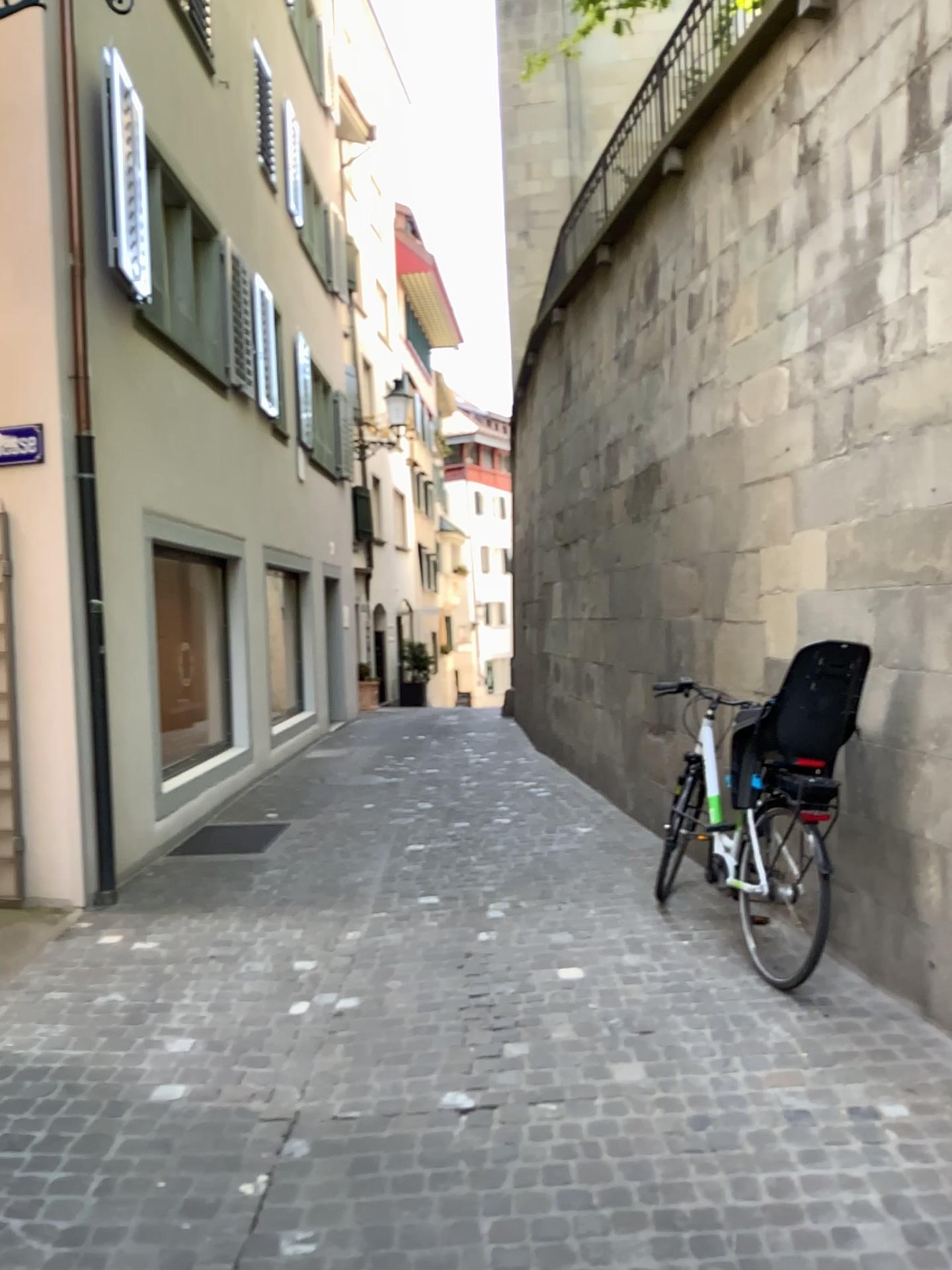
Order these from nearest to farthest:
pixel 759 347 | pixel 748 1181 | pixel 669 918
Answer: A: pixel 748 1181, pixel 669 918, pixel 759 347
